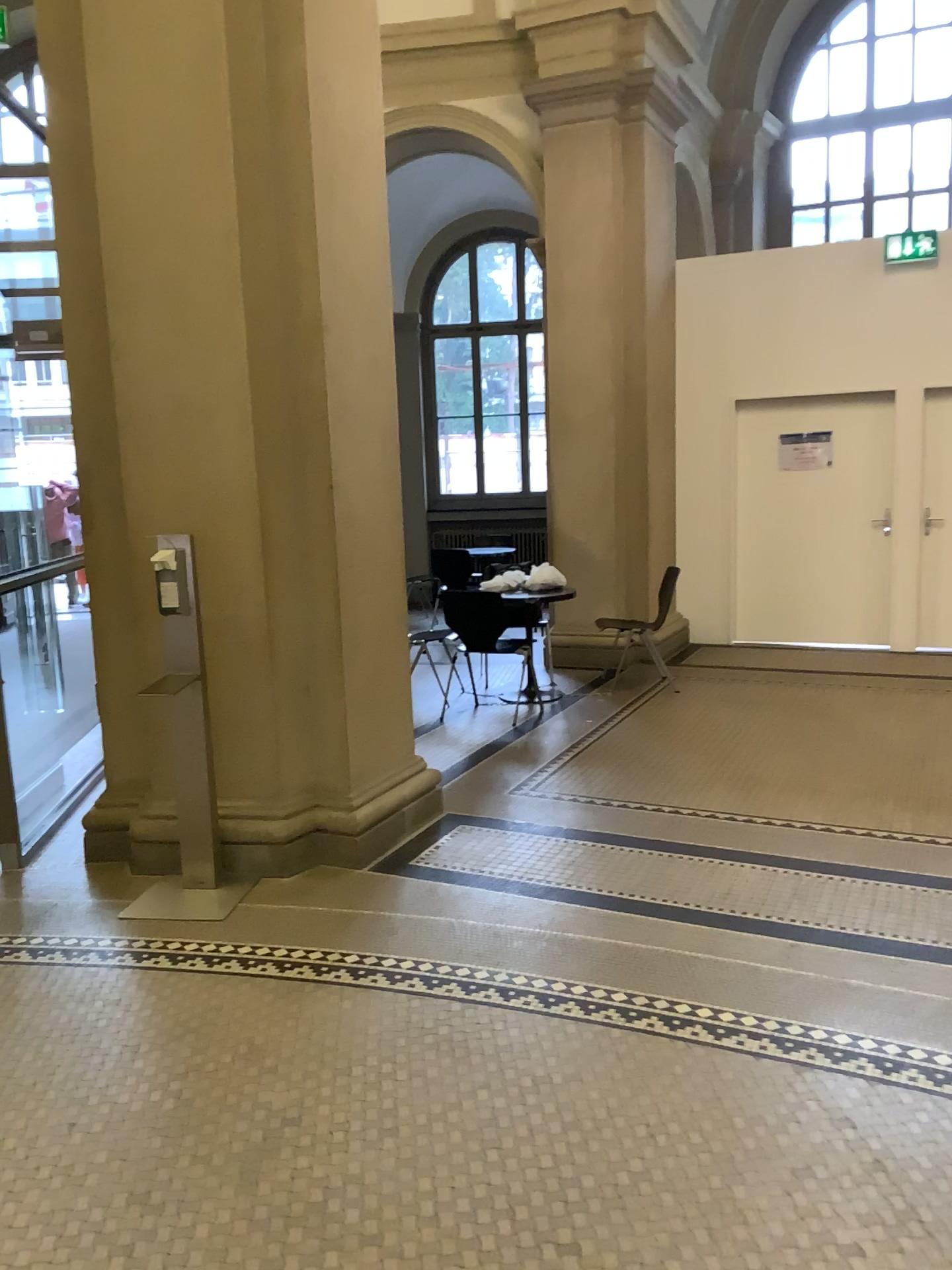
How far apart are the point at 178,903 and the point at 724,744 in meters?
3.0 m
